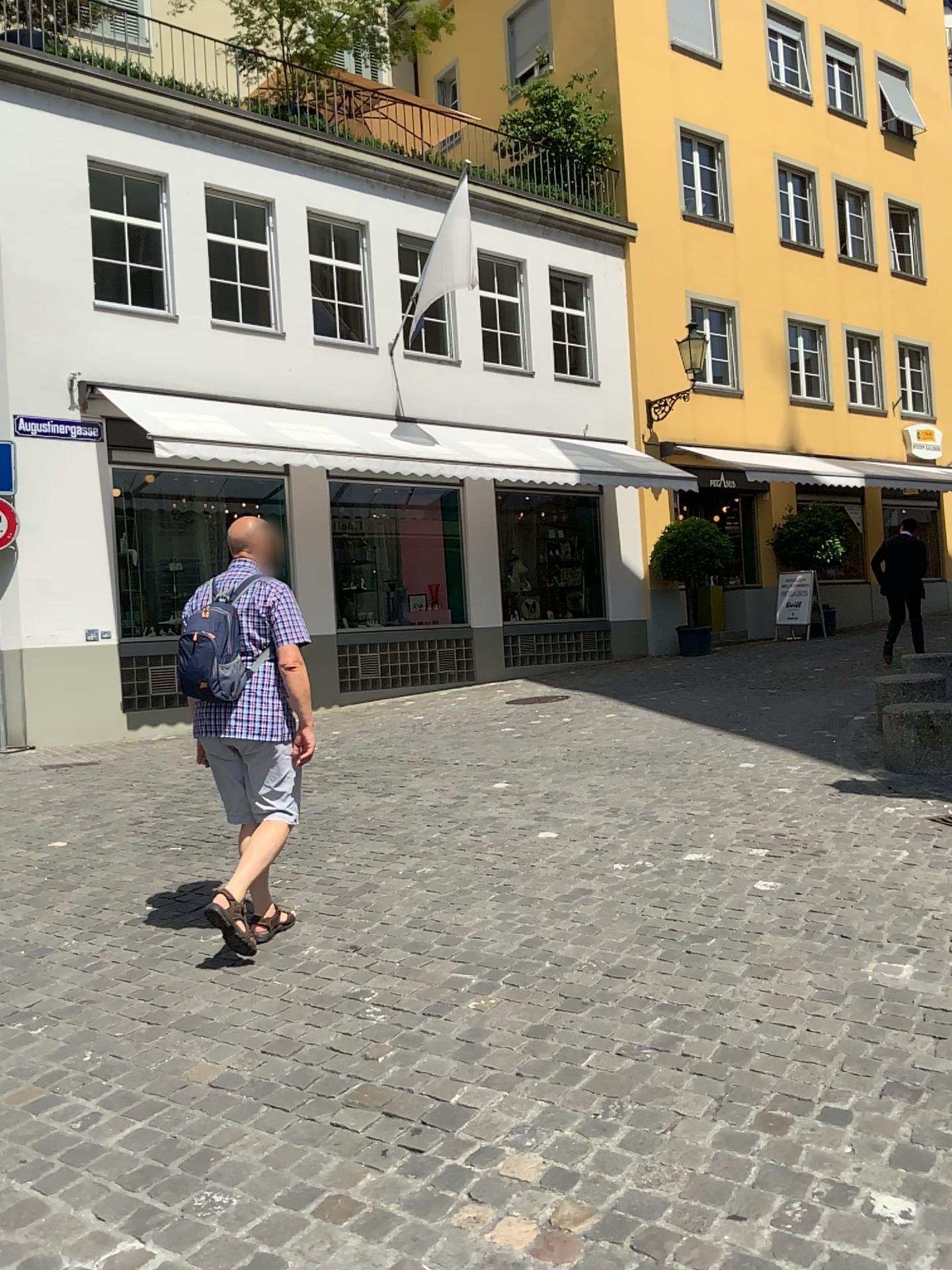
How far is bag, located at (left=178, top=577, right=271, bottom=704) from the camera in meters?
3.9 m

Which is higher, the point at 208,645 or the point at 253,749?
the point at 208,645

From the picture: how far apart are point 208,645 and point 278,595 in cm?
32

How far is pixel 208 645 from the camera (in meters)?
3.92

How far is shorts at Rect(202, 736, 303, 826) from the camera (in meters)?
4.05

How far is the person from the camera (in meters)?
4.01

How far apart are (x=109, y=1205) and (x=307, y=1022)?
1.0 meters
